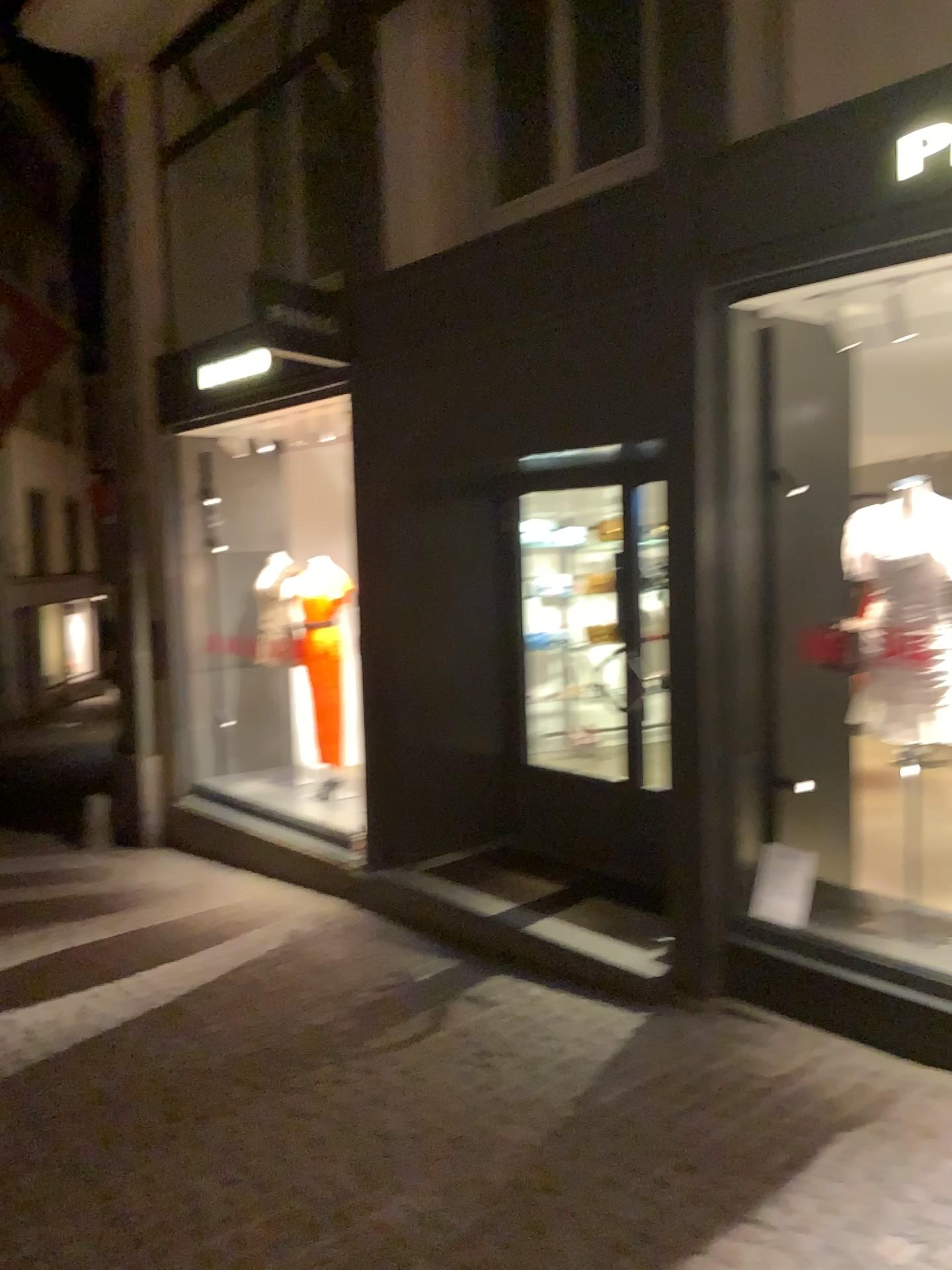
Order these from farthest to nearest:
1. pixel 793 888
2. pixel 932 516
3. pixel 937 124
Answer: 1. pixel 793 888
2. pixel 932 516
3. pixel 937 124

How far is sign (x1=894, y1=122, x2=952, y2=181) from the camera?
3.43m

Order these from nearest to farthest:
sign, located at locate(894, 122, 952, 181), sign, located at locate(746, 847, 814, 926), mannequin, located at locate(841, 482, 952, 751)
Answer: sign, located at locate(894, 122, 952, 181) < mannequin, located at locate(841, 482, 952, 751) < sign, located at locate(746, 847, 814, 926)

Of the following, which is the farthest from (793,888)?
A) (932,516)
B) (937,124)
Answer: (937,124)

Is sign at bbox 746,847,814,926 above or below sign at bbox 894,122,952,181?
below

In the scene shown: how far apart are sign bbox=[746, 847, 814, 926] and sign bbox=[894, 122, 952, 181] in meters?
2.6 m

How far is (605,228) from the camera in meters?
4.6

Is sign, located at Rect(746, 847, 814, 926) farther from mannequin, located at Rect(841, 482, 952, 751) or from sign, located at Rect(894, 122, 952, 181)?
sign, located at Rect(894, 122, 952, 181)

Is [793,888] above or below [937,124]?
below

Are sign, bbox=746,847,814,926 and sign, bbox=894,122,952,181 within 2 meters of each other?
no
